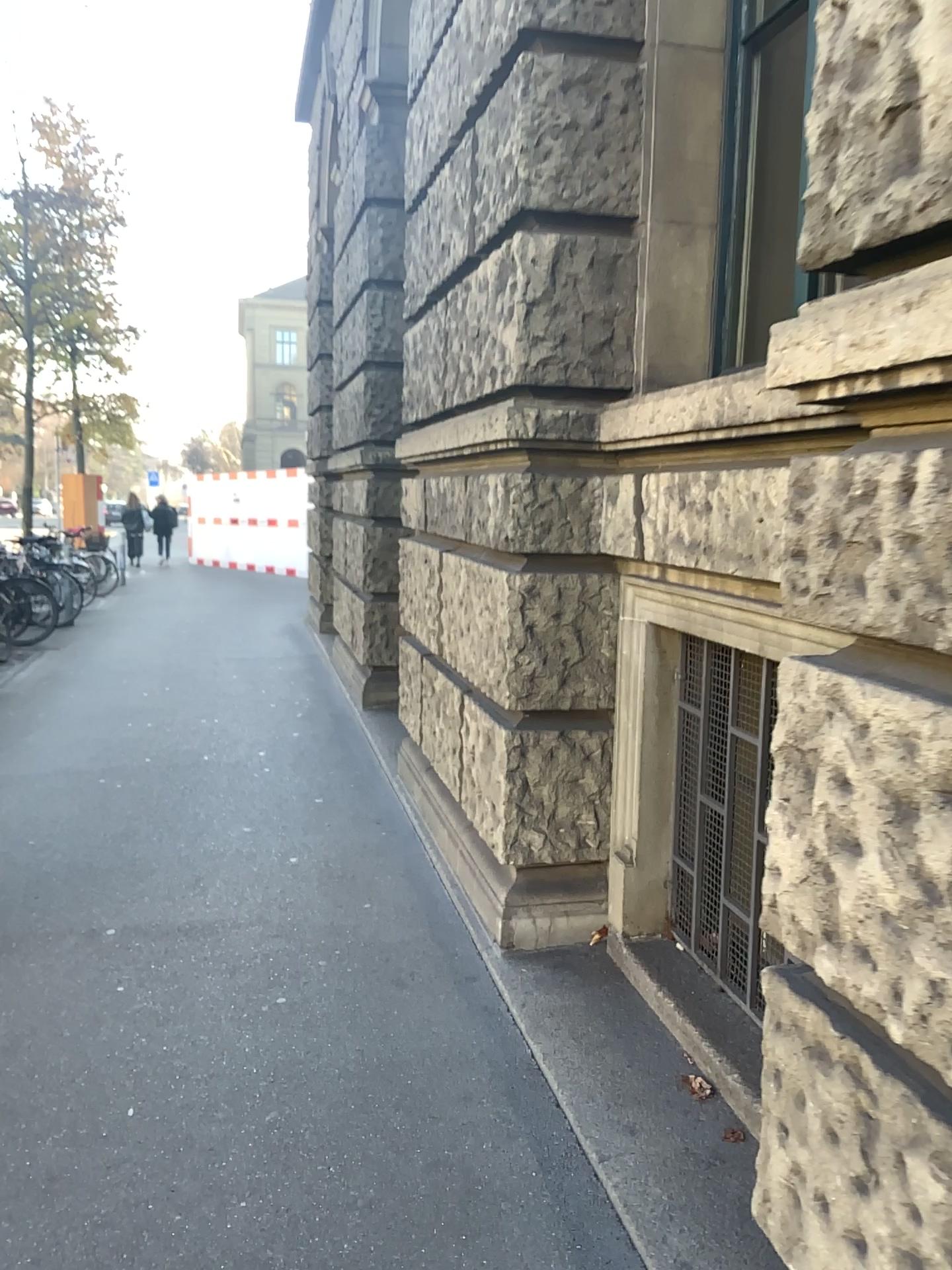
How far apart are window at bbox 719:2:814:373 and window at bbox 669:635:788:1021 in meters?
0.9 m

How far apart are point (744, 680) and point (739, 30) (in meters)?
1.93

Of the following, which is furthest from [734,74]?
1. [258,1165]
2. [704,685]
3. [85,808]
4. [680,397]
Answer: [85,808]

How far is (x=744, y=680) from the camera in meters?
2.9

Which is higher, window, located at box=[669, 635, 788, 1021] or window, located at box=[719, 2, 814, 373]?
window, located at box=[719, 2, 814, 373]

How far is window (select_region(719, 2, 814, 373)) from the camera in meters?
3.1 m

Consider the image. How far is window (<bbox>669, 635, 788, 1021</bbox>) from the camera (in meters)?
2.92

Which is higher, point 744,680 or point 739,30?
point 739,30
